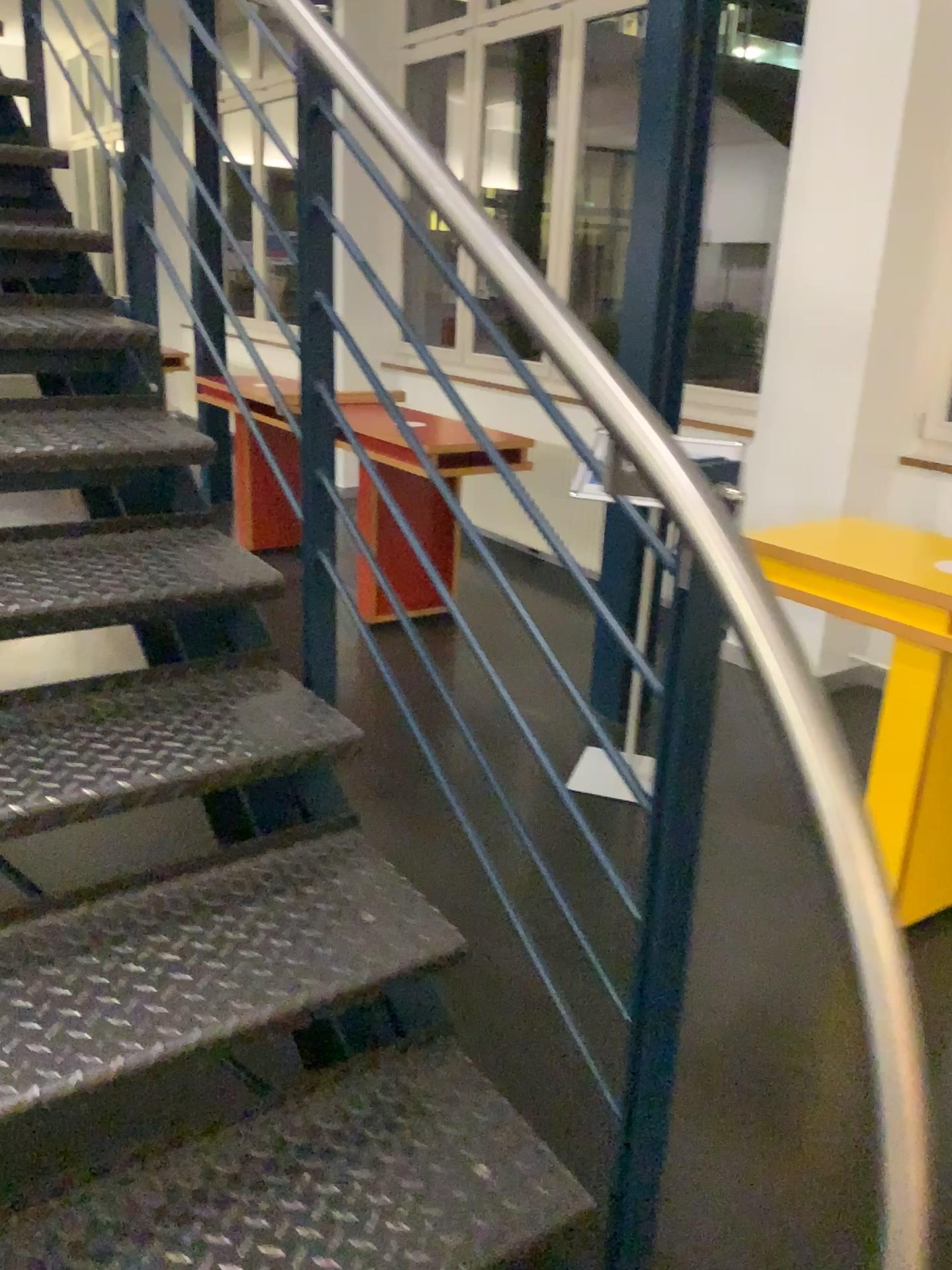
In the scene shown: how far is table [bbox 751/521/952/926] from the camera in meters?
2.4 m

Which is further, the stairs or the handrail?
the stairs

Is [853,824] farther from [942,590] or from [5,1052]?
[942,590]

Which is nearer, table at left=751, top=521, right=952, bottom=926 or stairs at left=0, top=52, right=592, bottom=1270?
stairs at left=0, top=52, right=592, bottom=1270

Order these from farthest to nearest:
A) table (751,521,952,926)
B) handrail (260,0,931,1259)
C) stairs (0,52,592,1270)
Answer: table (751,521,952,926)
stairs (0,52,592,1270)
handrail (260,0,931,1259)

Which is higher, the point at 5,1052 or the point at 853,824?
the point at 853,824

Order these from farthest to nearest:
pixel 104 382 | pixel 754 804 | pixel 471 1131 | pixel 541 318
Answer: pixel 754 804 → pixel 104 382 → pixel 471 1131 → pixel 541 318

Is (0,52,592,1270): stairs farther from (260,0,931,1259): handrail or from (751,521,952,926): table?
(751,521,952,926): table

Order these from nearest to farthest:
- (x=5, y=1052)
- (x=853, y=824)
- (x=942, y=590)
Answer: (x=853, y=824) → (x=5, y=1052) → (x=942, y=590)

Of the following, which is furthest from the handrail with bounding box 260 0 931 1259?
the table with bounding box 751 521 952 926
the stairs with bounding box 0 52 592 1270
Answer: the table with bounding box 751 521 952 926
